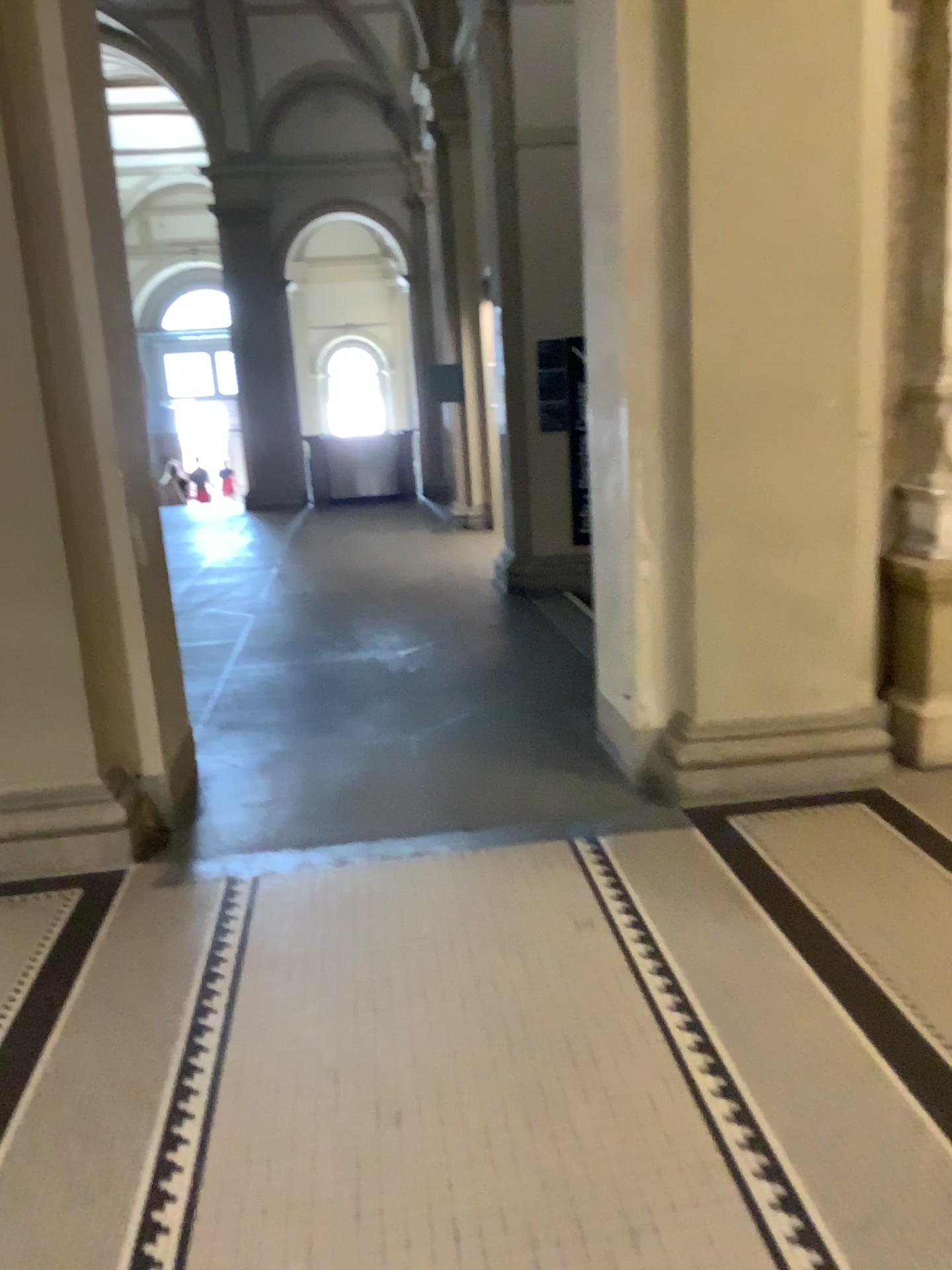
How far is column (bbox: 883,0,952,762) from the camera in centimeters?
373cm

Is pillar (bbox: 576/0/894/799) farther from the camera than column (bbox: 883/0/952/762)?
No

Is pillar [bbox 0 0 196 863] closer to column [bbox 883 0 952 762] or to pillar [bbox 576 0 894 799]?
pillar [bbox 576 0 894 799]

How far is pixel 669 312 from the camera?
3.6m

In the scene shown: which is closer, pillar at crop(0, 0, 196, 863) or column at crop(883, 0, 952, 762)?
pillar at crop(0, 0, 196, 863)

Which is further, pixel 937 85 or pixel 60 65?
pixel 937 85

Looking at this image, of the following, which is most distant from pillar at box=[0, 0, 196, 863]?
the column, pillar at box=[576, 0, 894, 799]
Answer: the column

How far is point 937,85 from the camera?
3.73m

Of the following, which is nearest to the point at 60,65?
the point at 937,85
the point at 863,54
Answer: the point at 863,54
